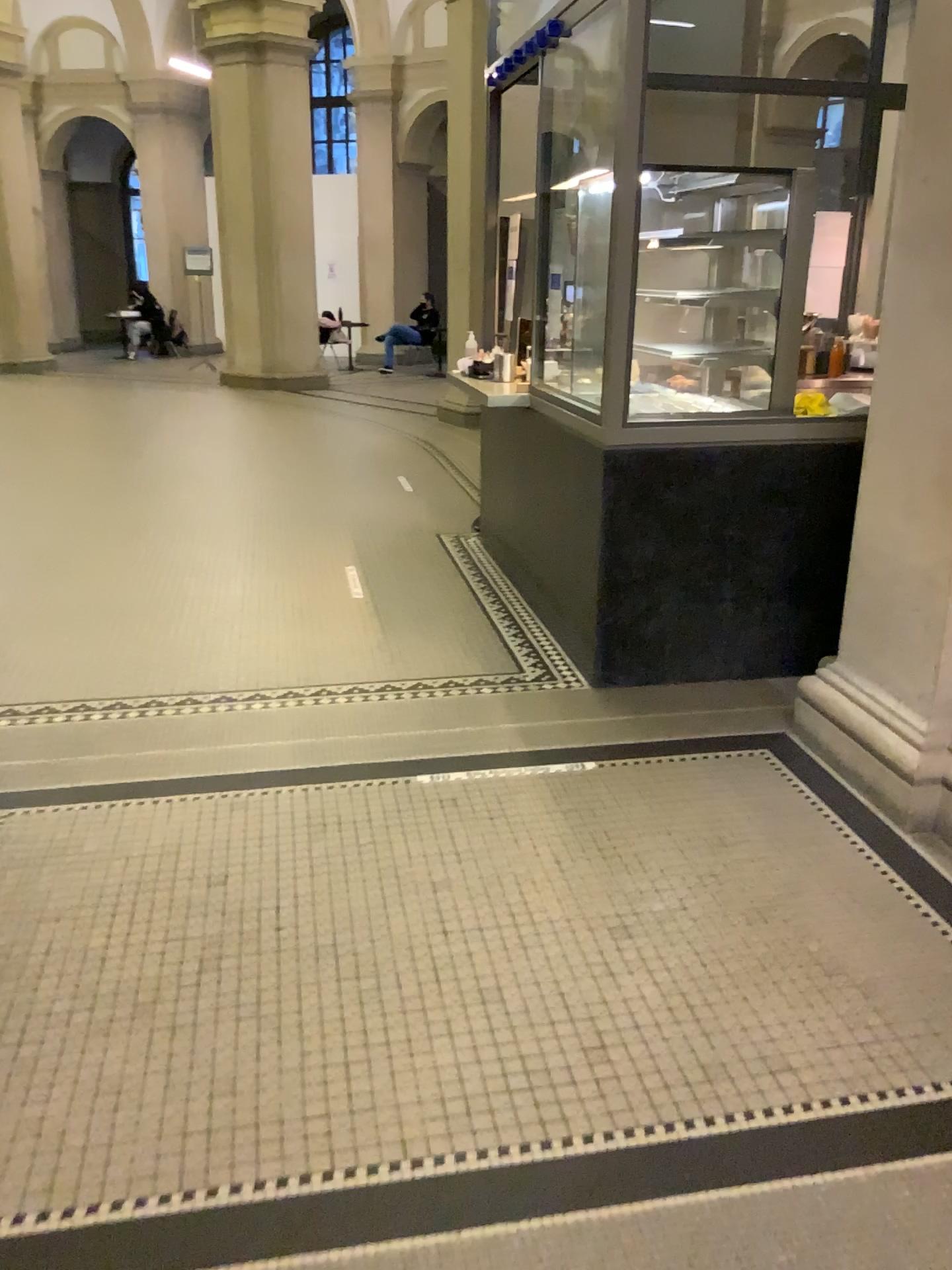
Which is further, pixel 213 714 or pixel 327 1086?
pixel 213 714
